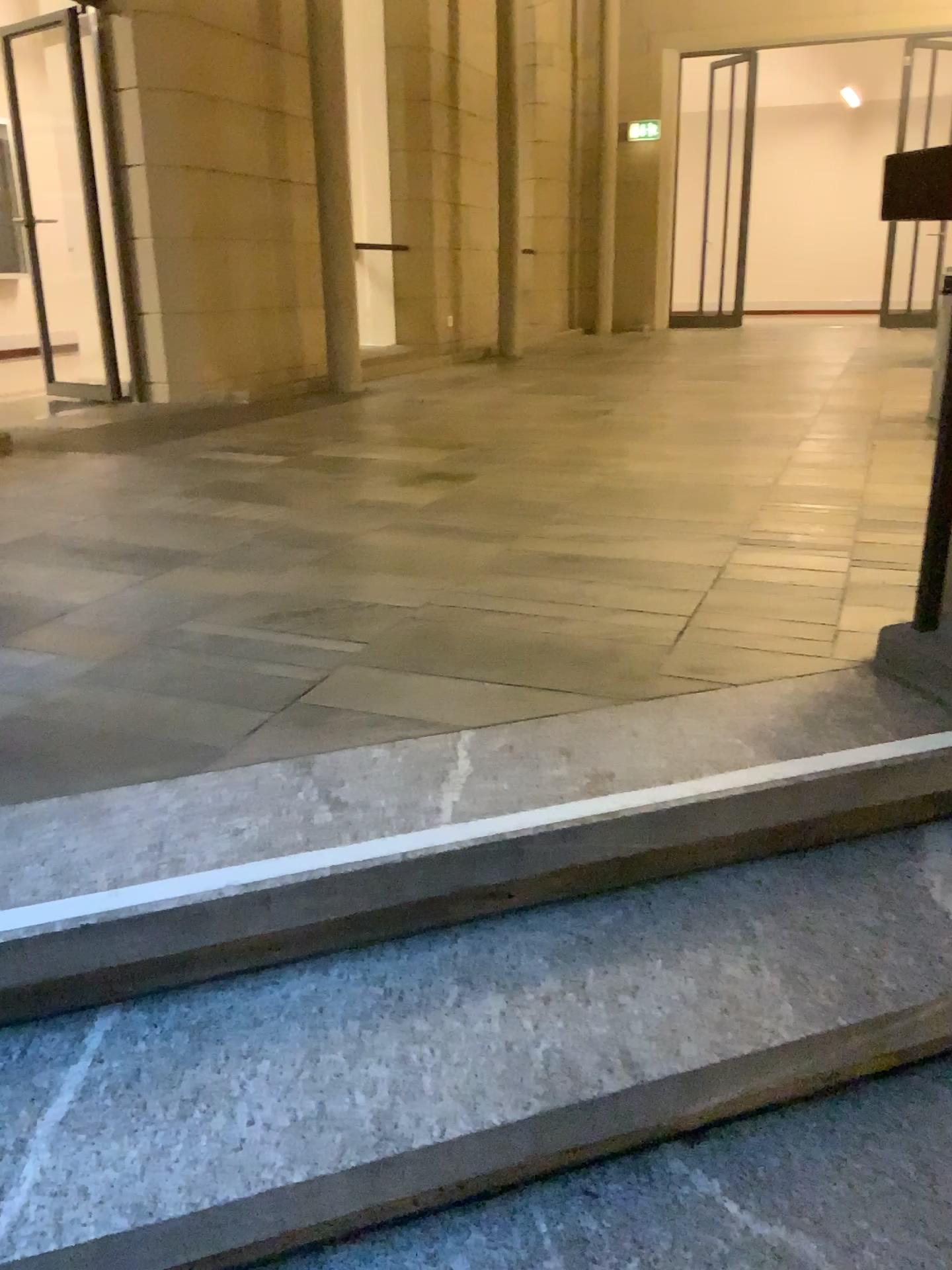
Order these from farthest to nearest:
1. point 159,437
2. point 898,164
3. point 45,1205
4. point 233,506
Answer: point 159,437
point 233,506
point 898,164
point 45,1205

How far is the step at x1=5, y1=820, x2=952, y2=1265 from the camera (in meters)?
1.11

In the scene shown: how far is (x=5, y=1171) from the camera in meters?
1.1 m
